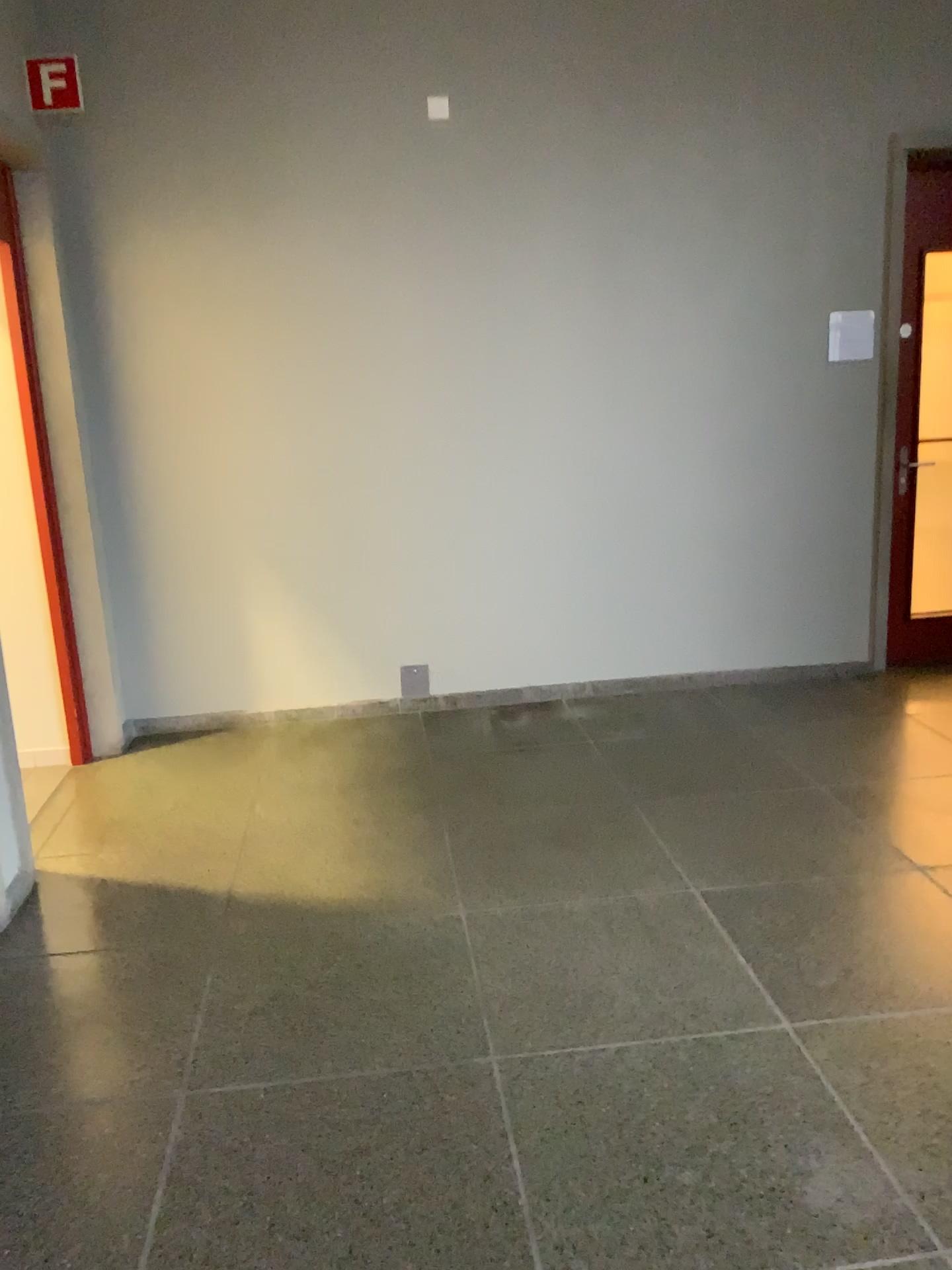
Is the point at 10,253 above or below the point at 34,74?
below

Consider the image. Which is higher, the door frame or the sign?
the sign

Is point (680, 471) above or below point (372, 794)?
above

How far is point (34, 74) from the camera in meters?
4.0

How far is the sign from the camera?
3.98m
